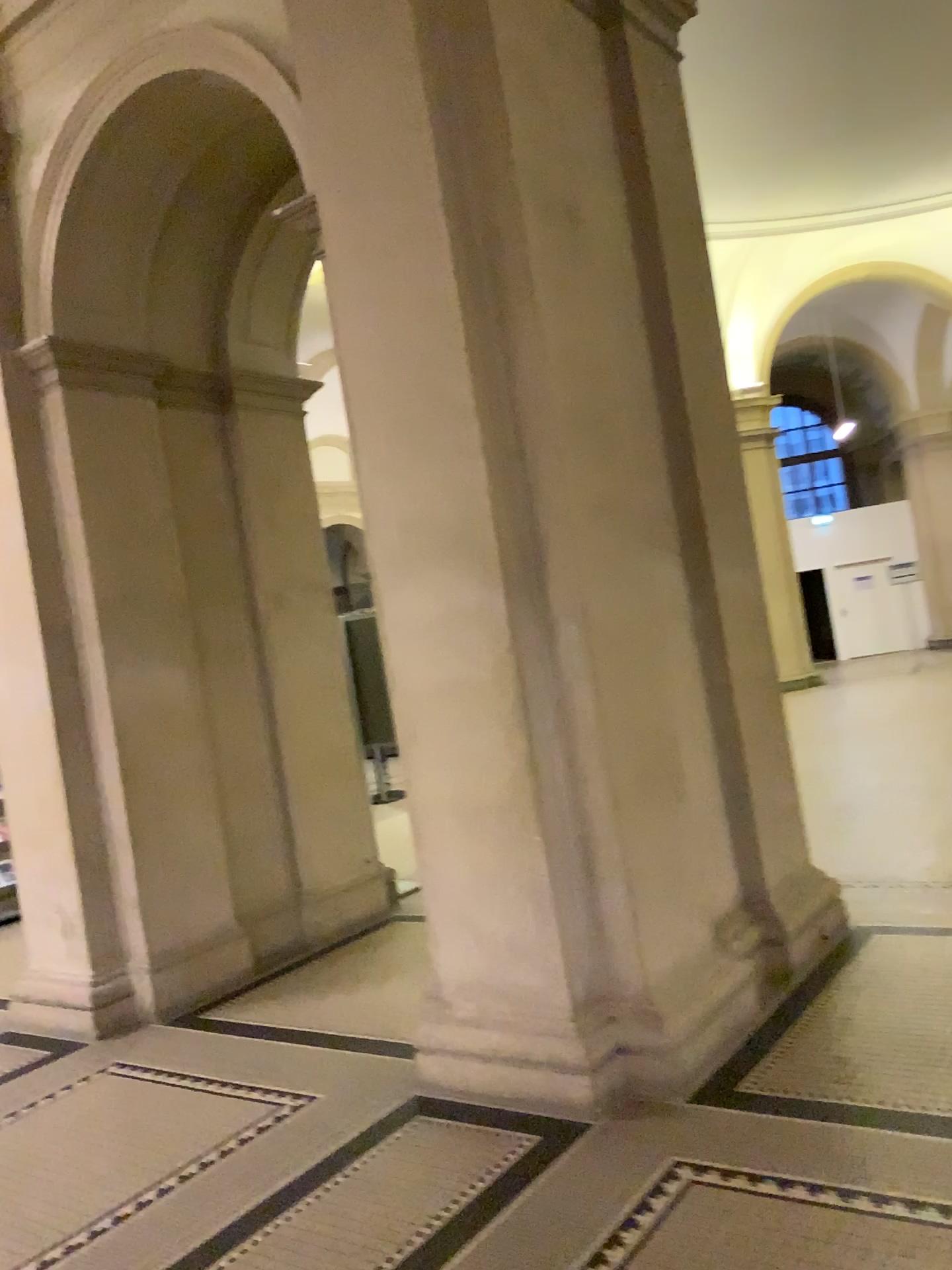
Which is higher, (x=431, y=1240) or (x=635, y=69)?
(x=635, y=69)

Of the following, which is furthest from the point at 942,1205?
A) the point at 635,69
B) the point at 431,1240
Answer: the point at 635,69

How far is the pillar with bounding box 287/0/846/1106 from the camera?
3.41m

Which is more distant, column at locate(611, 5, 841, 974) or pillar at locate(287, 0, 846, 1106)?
column at locate(611, 5, 841, 974)

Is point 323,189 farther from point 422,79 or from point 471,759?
point 471,759

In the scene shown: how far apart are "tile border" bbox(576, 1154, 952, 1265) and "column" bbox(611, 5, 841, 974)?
1.4m

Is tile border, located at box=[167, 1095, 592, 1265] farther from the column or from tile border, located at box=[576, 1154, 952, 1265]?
the column

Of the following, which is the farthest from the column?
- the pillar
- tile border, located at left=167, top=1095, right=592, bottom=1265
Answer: tile border, located at left=167, top=1095, right=592, bottom=1265

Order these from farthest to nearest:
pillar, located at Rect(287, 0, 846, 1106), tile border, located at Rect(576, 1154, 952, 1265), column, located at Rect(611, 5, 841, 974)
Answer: column, located at Rect(611, 5, 841, 974) < pillar, located at Rect(287, 0, 846, 1106) < tile border, located at Rect(576, 1154, 952, 1265)

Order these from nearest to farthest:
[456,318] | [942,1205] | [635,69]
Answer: [942,1205] → [456,318] → [635,69]
